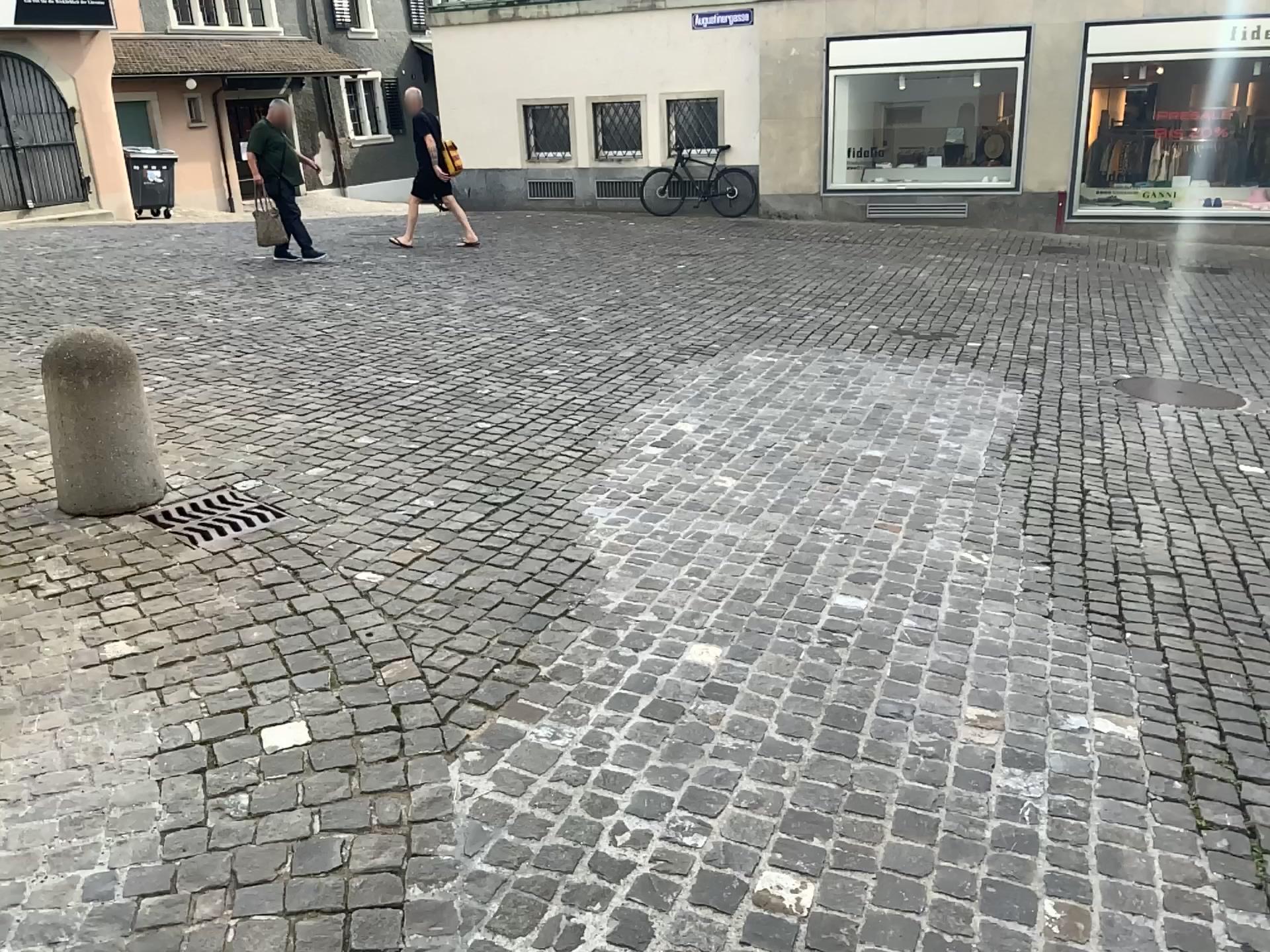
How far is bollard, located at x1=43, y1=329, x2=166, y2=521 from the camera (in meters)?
3.93

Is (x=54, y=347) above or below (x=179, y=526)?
above

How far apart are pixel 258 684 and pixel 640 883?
1.26m

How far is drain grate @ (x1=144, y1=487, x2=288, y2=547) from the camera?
3.97m

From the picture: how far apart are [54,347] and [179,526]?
0.8 meters

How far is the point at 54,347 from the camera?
3.9m
